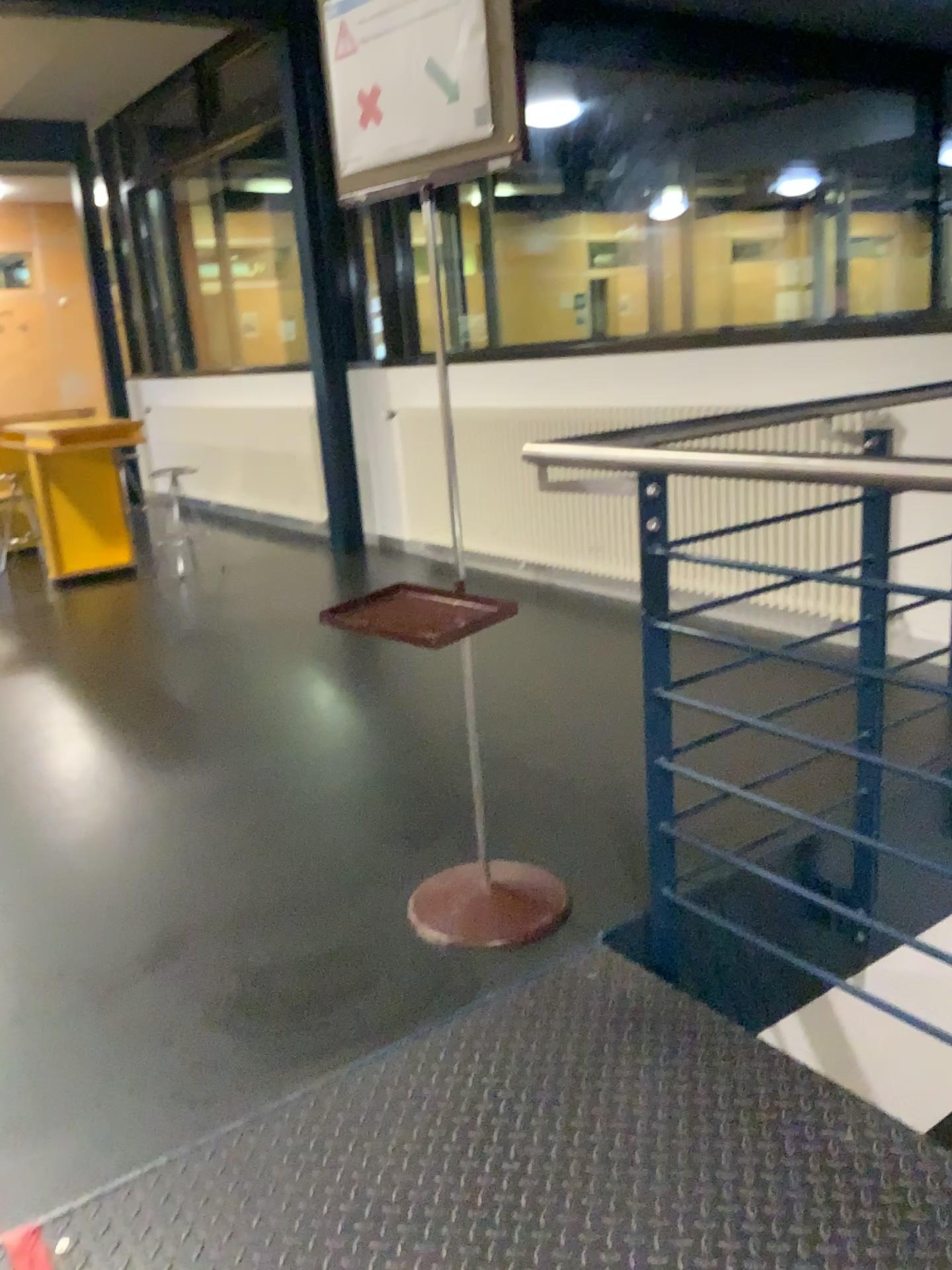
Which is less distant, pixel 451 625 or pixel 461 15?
pixel 461 15

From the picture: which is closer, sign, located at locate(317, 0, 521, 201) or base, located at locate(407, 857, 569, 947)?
sign, located at locate(317, 0, 521, 201)

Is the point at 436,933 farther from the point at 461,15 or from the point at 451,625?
the point at 461,15

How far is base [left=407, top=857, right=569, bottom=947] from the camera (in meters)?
2.16

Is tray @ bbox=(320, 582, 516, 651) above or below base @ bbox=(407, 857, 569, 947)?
above

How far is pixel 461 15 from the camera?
1.7 meters

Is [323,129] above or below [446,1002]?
above

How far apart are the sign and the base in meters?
1.4 m

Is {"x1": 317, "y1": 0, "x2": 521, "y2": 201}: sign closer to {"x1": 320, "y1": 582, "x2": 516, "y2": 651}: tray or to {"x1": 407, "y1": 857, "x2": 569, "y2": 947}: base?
{"x1": 320, "y1": 582, "x2": 516, "y2": 651}: tray

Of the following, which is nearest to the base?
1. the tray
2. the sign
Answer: the tray
